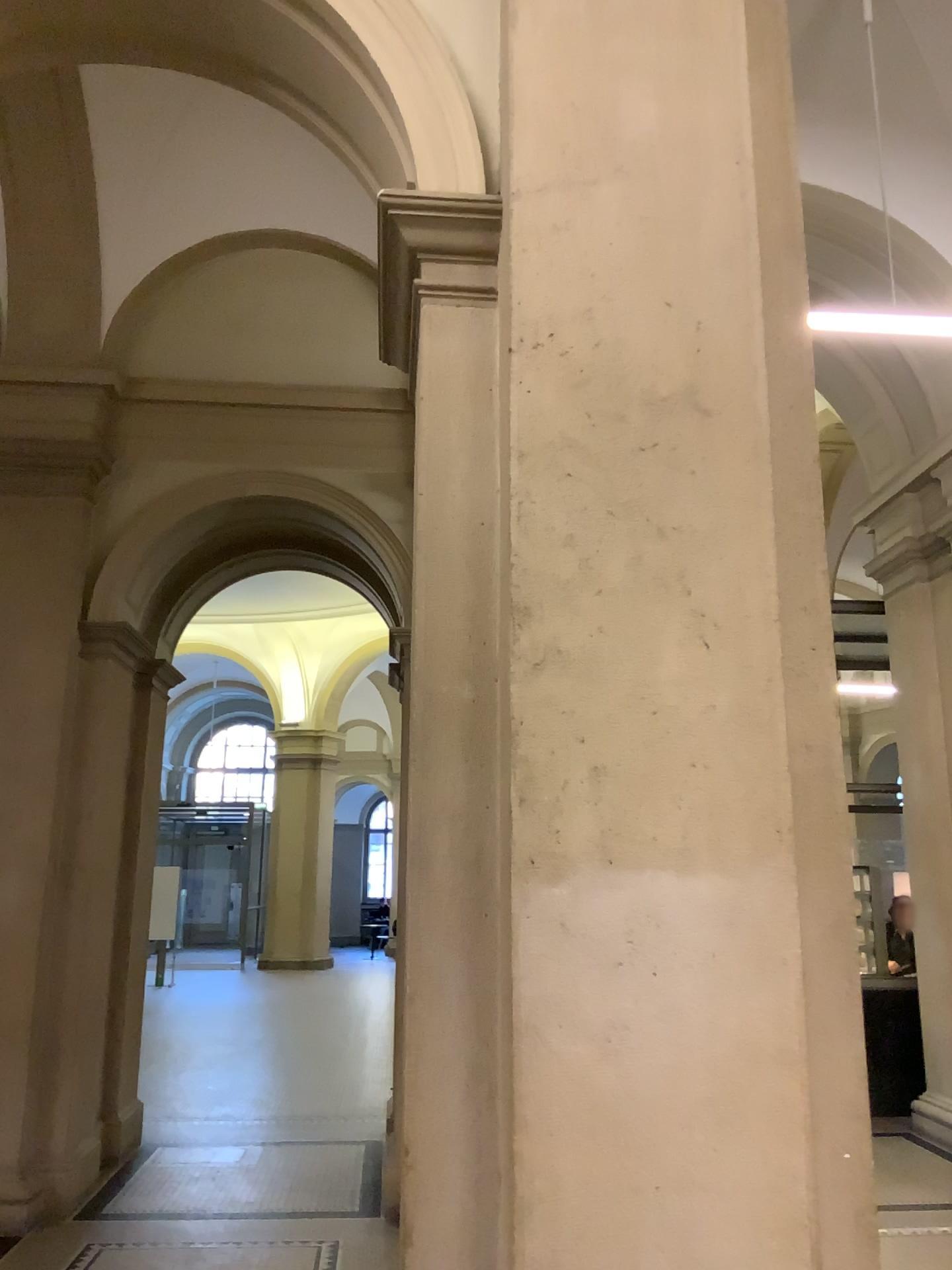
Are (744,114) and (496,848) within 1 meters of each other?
no

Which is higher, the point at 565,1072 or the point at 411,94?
the point at 411,94

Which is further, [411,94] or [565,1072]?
[411,94]

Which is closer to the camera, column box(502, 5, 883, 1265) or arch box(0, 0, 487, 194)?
column box(502, 5, 883, 1265)
